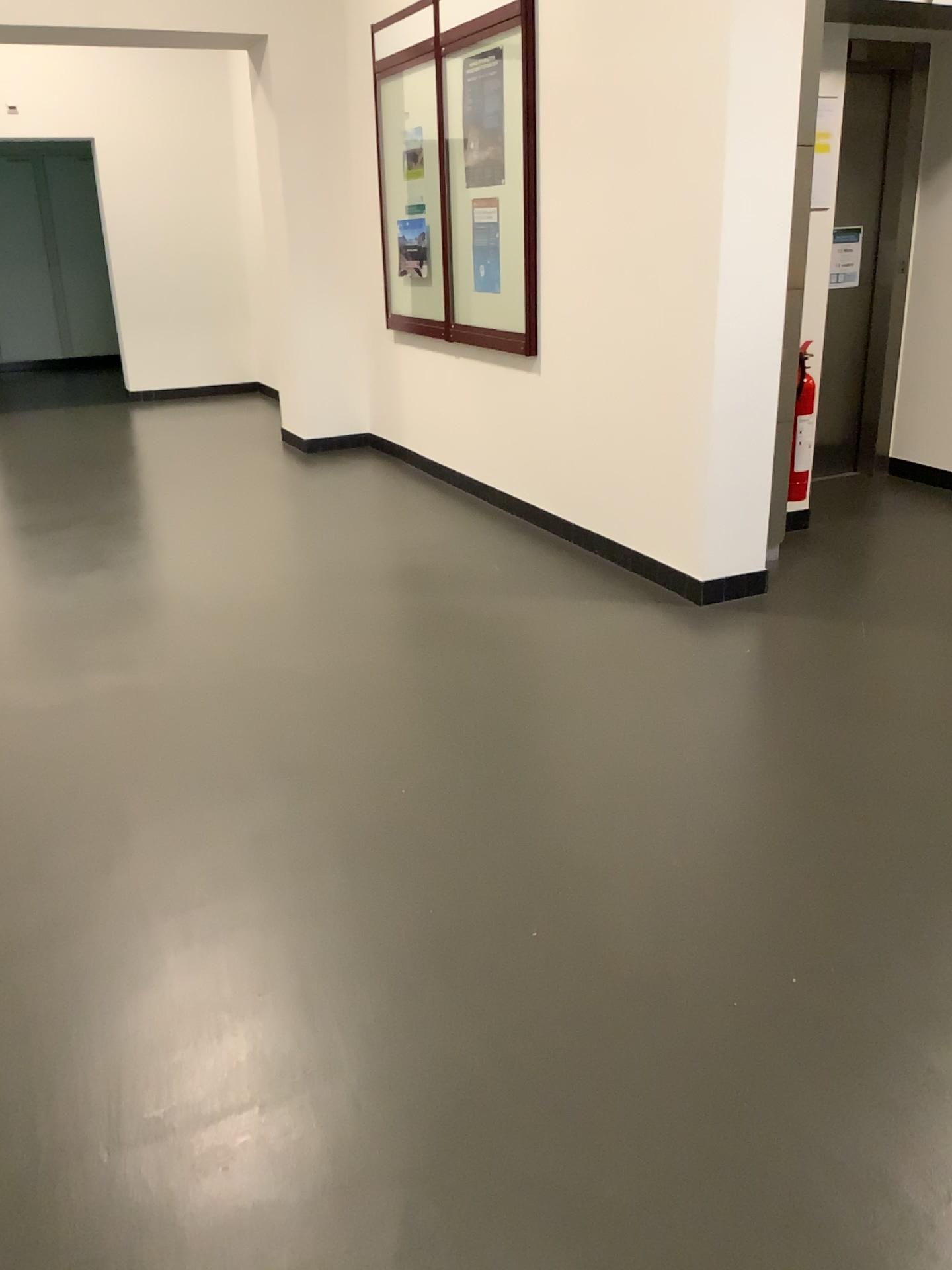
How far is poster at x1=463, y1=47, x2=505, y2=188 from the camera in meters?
4.7

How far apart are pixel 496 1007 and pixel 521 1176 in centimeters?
37cm

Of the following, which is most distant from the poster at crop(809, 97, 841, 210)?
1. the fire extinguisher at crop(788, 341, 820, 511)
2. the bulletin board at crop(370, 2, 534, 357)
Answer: the bulletin board at crop(370, 2, 534, 357)

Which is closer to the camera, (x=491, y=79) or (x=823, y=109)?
(x=823, y=109)

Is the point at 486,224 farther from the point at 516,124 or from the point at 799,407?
the point at 799,407

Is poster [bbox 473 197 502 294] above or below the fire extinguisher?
above

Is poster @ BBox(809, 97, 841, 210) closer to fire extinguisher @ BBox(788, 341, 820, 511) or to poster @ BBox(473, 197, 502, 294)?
fire extinguisher @ BBox(788, 341, 820, 511)

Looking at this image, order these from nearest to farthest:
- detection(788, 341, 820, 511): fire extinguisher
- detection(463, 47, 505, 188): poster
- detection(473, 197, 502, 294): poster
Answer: detection(788, 341, 820, 511): fire extinguisher → detection(463, 47, 505, 188): poster → detection(473, 197, 502, 294): poster

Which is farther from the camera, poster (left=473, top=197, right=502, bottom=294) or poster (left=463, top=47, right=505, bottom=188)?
poster (left=473, top=197, right=502, bottom=294)

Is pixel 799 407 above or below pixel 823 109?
below
